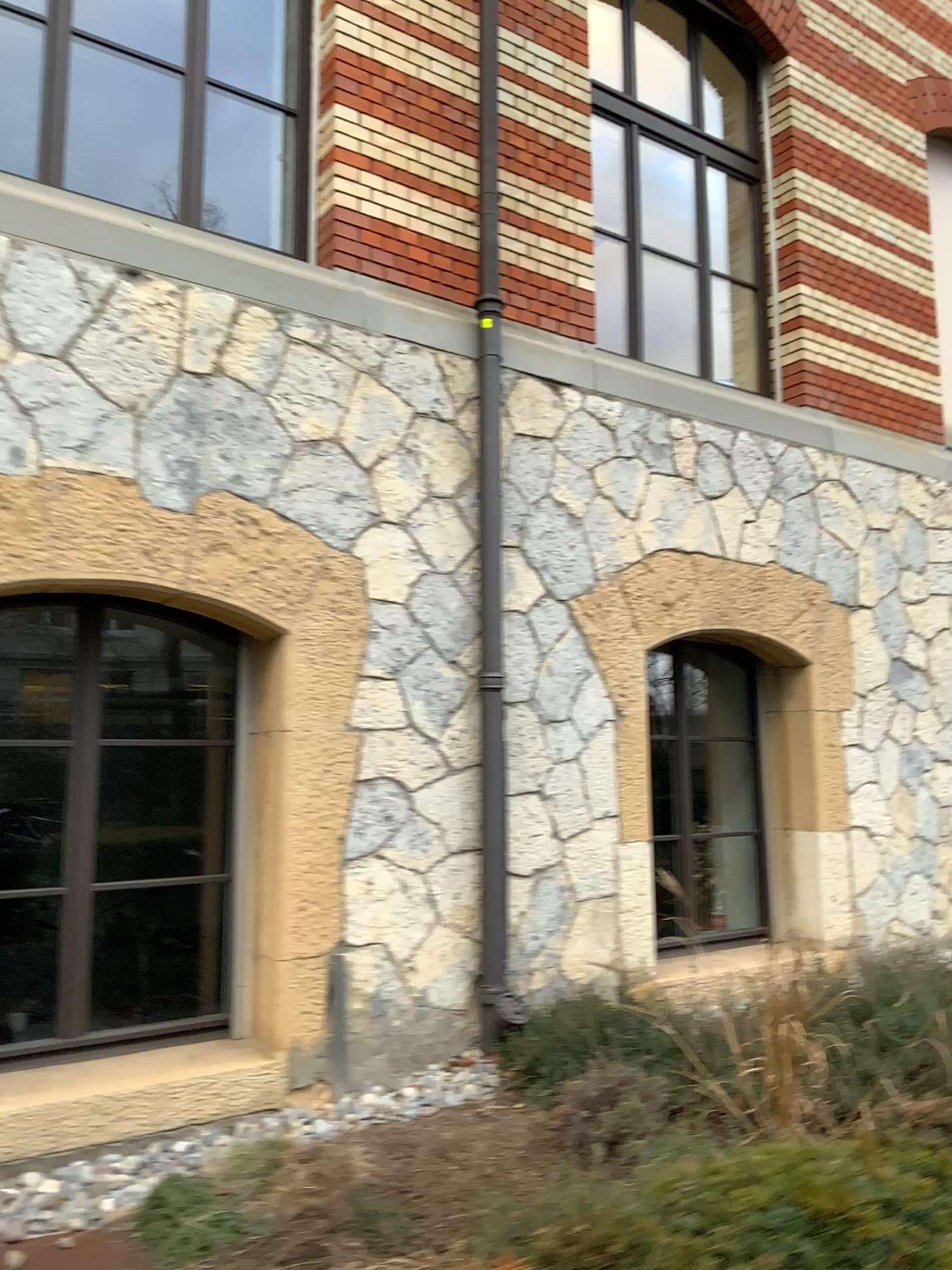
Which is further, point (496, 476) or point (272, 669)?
point (496, 476)

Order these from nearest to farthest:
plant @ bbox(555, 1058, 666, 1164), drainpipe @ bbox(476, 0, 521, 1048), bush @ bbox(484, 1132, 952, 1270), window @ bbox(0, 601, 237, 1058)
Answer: bush @ bbox(484, 1132, 952, 1270)
plant @ bbox(555, 1058, 666, 1164)
window @ bbox(0, 601, 237, 1058)
drainpipe @ bbox(476, 0, 521, 1048)

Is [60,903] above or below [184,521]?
below

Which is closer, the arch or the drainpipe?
the arch

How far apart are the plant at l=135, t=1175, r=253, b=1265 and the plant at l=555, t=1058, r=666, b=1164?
1.1m

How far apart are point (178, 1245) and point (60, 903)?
1.46m

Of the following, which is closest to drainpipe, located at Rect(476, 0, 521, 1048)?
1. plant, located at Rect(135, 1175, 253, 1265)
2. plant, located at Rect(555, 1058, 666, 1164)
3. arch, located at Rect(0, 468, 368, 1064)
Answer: arch, located at Rect(0, 468, 368, 1064)

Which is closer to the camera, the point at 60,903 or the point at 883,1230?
the point at 883,1230

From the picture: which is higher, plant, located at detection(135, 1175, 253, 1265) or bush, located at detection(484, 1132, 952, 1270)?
bush, located at detection(484, 1132, 952, 1270)

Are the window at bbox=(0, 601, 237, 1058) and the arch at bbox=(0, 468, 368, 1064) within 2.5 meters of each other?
yes
